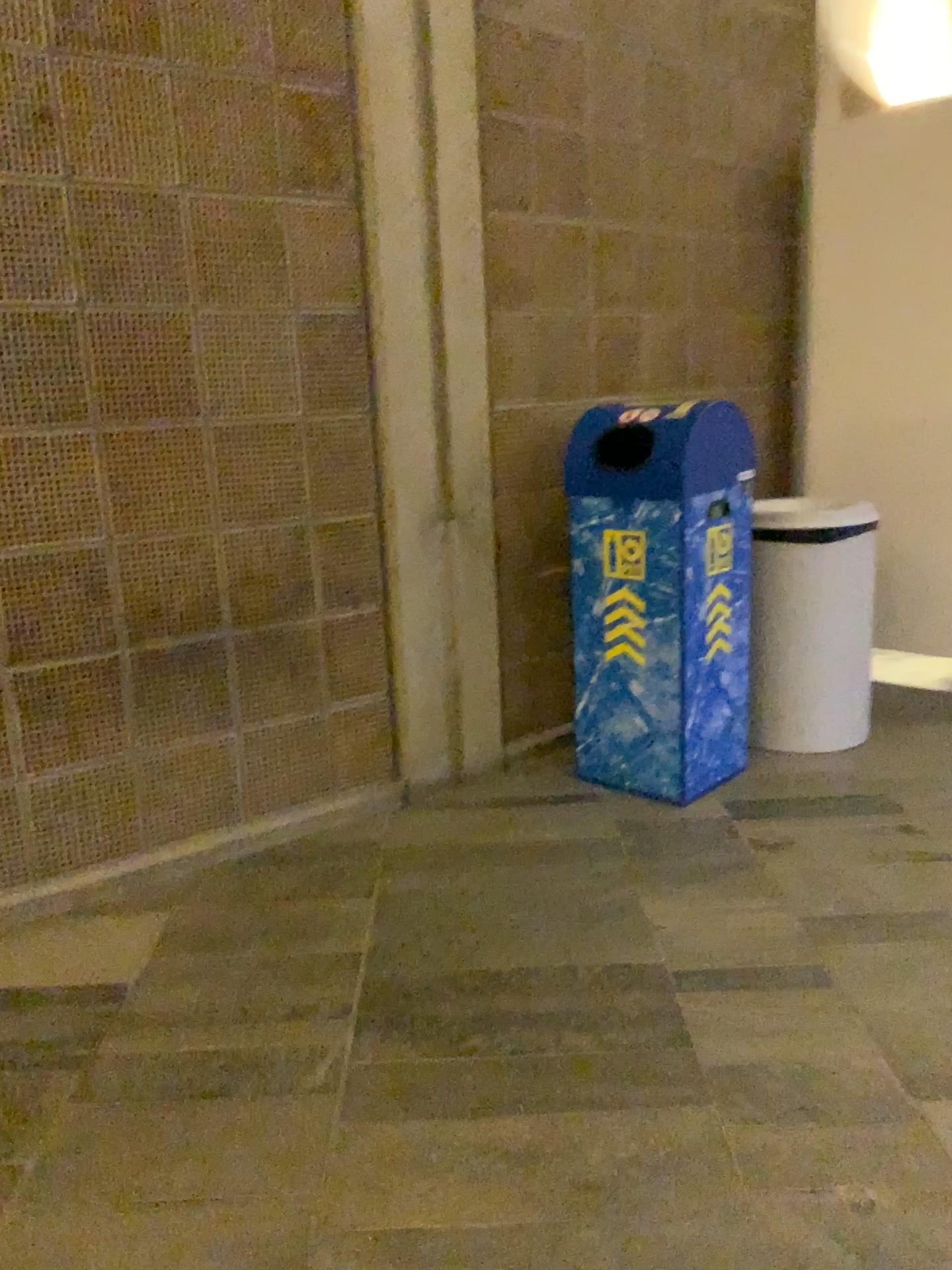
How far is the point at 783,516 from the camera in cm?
308

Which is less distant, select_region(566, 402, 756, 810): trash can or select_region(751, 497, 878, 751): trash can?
select_region(566, 402, 756, 810): trash can

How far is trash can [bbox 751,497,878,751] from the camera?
3.1 meters

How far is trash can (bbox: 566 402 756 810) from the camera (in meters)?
2.75

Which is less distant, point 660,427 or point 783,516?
point 660,427

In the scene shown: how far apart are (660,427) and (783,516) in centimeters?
57cm

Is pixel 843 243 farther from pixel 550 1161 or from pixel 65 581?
pixel 550 1161
